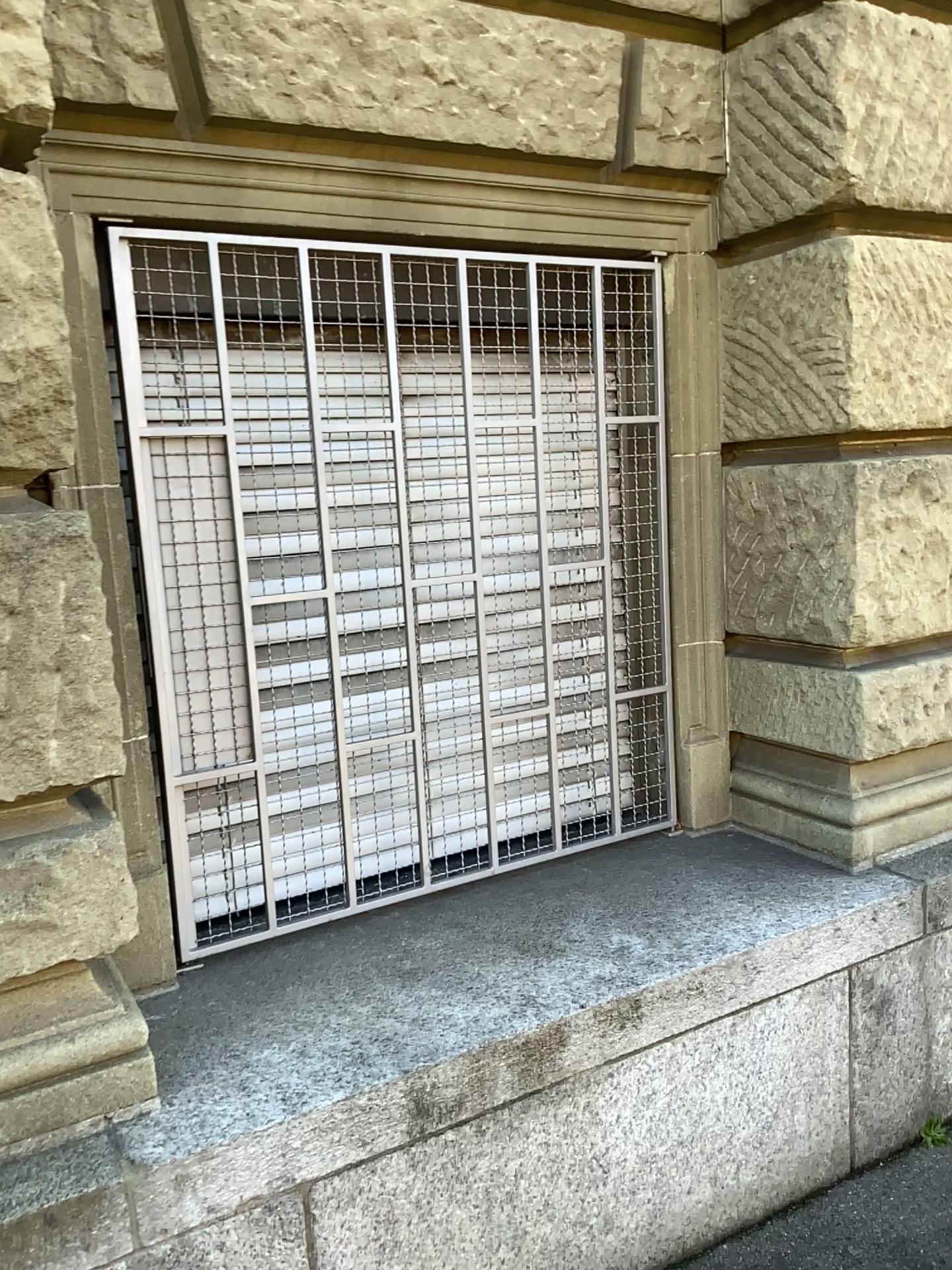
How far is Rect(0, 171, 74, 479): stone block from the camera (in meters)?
1.54

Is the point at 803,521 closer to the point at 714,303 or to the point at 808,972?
→ the point at 714,303

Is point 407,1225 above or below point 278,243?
below

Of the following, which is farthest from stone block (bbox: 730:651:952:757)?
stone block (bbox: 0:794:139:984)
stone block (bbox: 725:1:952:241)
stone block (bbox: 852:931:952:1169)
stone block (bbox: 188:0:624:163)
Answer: stone block (bbox: 0:794:139:984)

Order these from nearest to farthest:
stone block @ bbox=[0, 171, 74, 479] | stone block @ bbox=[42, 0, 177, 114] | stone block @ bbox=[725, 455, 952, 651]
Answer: stone block @ bbox=[0, 171, 74, 479]
stone block @ bbox=[42, 0, 177, 114]
stone block @ bbox=[725, 455, 952, 651]

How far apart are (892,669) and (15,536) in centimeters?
194cm

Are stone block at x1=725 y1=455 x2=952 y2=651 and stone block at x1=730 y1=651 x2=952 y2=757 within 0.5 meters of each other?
yes

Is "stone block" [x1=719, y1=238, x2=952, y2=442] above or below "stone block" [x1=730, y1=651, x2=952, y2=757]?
above

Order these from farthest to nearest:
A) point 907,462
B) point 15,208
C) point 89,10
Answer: point 907,462 < point 89,10 < point 15,208

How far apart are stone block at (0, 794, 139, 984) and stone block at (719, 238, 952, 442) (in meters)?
1.80
